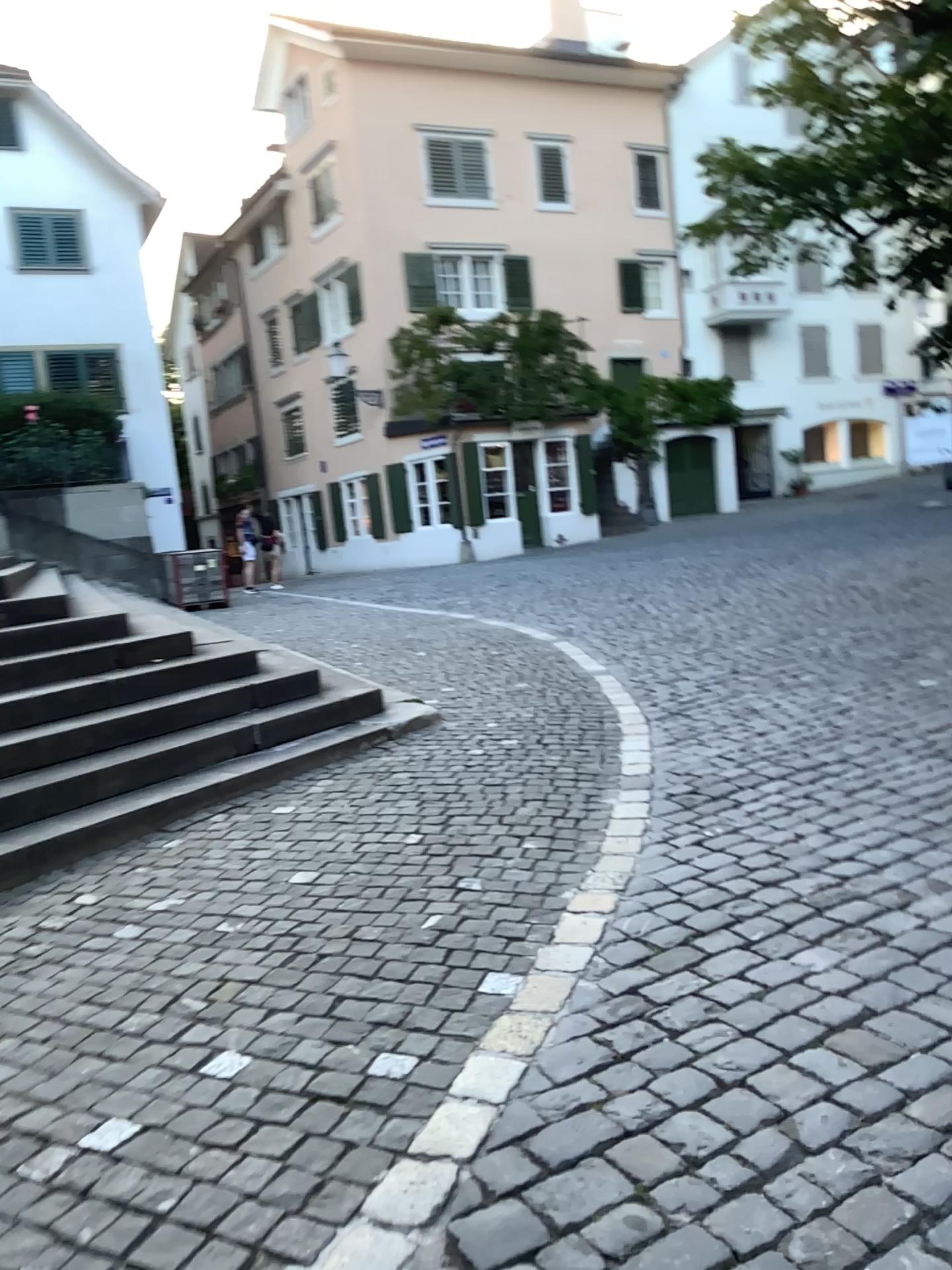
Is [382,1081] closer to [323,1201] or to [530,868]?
[323,1201]
